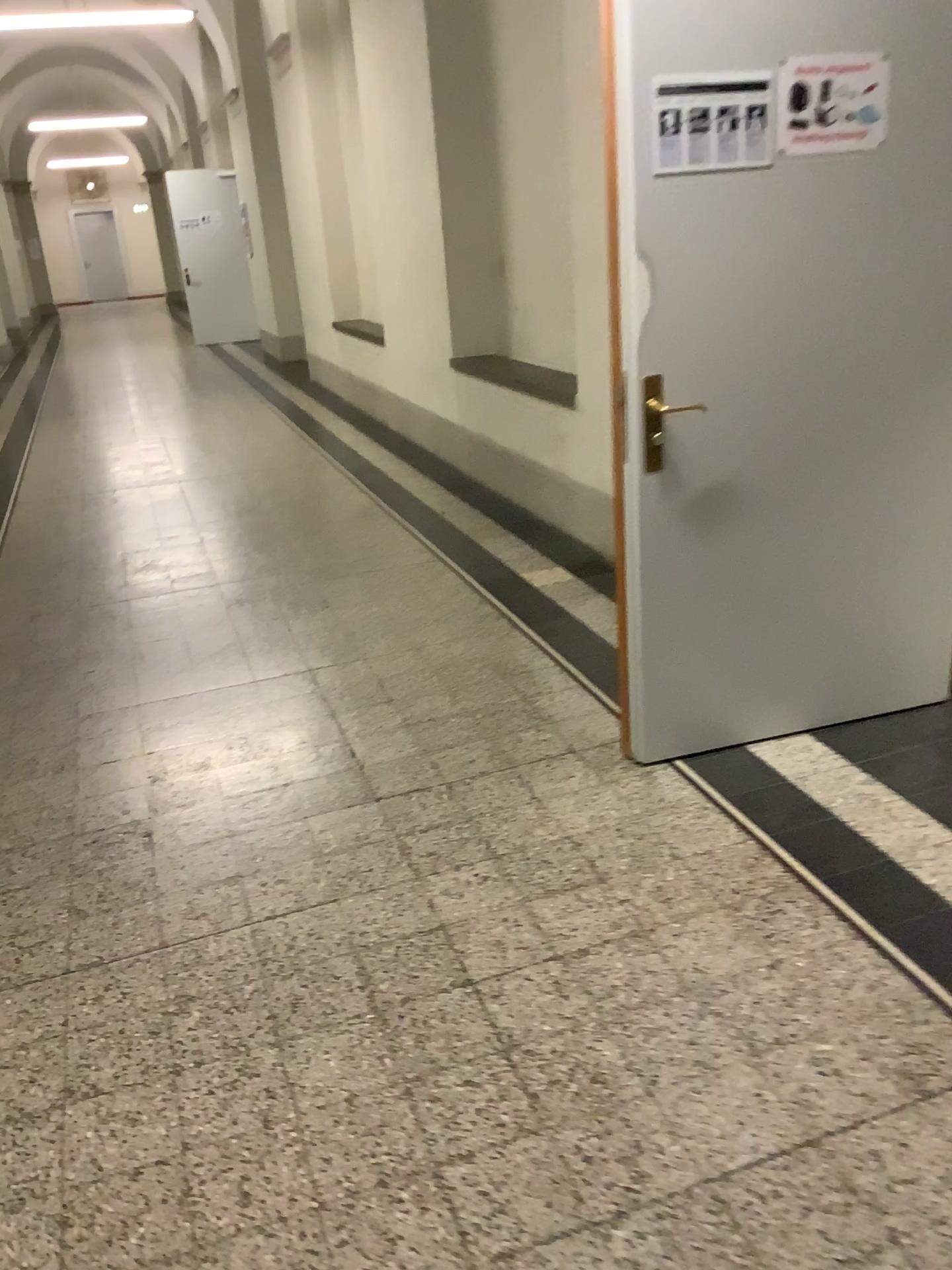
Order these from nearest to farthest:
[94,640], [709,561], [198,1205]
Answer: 1. [198,1205]
2. [709,561]
3. [94,640]

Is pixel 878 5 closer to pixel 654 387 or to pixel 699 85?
pixel 699 85

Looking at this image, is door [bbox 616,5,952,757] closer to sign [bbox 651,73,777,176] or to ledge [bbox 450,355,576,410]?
sign [bbox 651,73,777,176]

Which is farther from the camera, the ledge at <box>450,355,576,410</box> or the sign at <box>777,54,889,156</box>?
the ledge at <box>450,355,576,410</box>

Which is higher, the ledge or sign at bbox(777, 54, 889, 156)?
sign at bbox(777, 54, 889, 156)

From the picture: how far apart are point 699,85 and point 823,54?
0.3m

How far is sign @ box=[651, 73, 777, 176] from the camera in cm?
234

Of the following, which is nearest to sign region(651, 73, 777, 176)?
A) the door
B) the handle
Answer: the door

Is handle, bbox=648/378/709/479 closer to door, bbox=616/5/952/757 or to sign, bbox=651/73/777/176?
door, bbox=616/5/952/757

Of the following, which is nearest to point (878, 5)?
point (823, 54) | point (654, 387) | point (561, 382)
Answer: point (823, 54)
